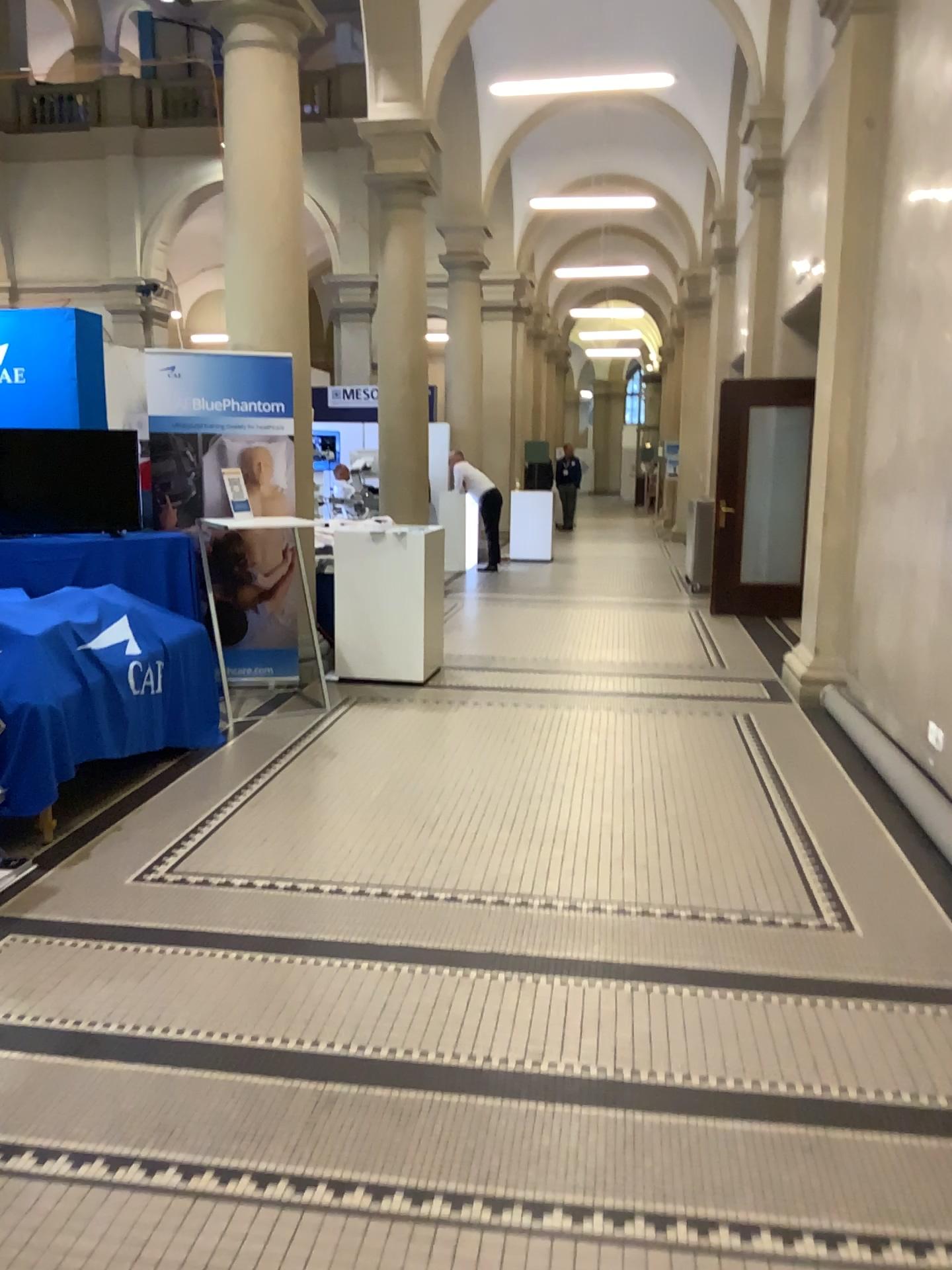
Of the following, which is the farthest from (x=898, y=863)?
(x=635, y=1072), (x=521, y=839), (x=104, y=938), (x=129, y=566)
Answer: (x=129, y=566)
